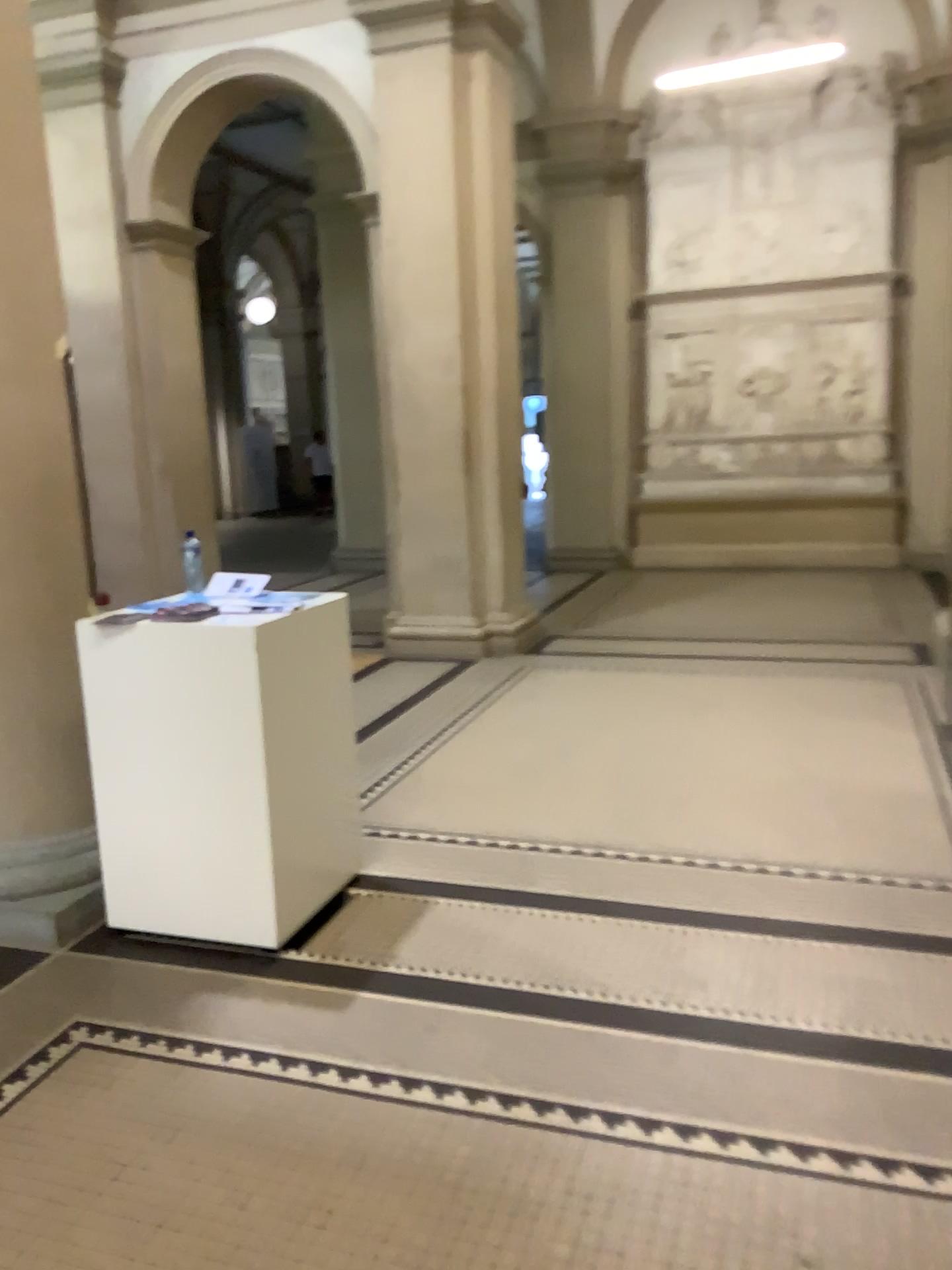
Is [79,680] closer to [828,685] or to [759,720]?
[759,720]

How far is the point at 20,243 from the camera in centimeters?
312cm

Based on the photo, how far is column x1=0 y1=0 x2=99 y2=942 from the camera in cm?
312
